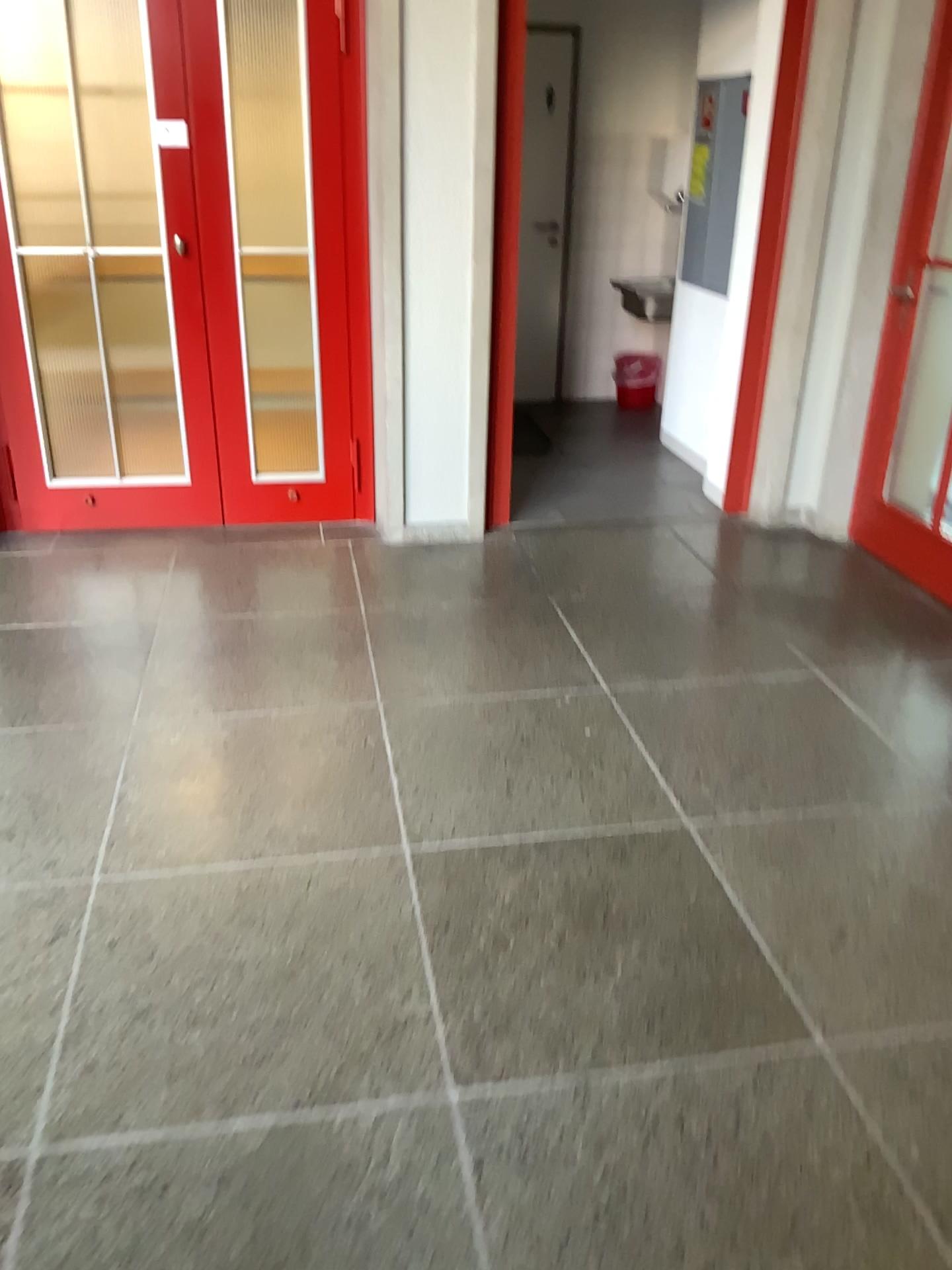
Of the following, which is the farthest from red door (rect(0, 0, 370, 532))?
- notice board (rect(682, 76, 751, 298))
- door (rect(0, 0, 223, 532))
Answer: notice board (rect(682, 76, 751, 298))

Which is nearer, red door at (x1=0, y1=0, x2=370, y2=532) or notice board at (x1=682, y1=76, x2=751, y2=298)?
red door at (x1=0, y1=0, x2=370, y2=532)

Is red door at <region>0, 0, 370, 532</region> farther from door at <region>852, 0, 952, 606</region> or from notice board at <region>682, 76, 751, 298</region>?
door at <region>852, 0, 952, 606</region>

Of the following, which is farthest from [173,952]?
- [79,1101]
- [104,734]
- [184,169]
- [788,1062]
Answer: [184,169]

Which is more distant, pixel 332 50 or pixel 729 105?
pixel 729 105

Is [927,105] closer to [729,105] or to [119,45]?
[729,105]

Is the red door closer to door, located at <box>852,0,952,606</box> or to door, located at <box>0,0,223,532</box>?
door, located at <box>0,0,223,532</box>

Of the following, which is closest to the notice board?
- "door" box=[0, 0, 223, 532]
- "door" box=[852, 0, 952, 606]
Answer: "door" box=[852, 0, 952, 606]

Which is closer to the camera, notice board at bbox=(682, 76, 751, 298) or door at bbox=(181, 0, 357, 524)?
door at bbox=(181, 0, 357, 524)

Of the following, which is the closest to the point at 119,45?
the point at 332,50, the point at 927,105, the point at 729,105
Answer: the point at 332,50
